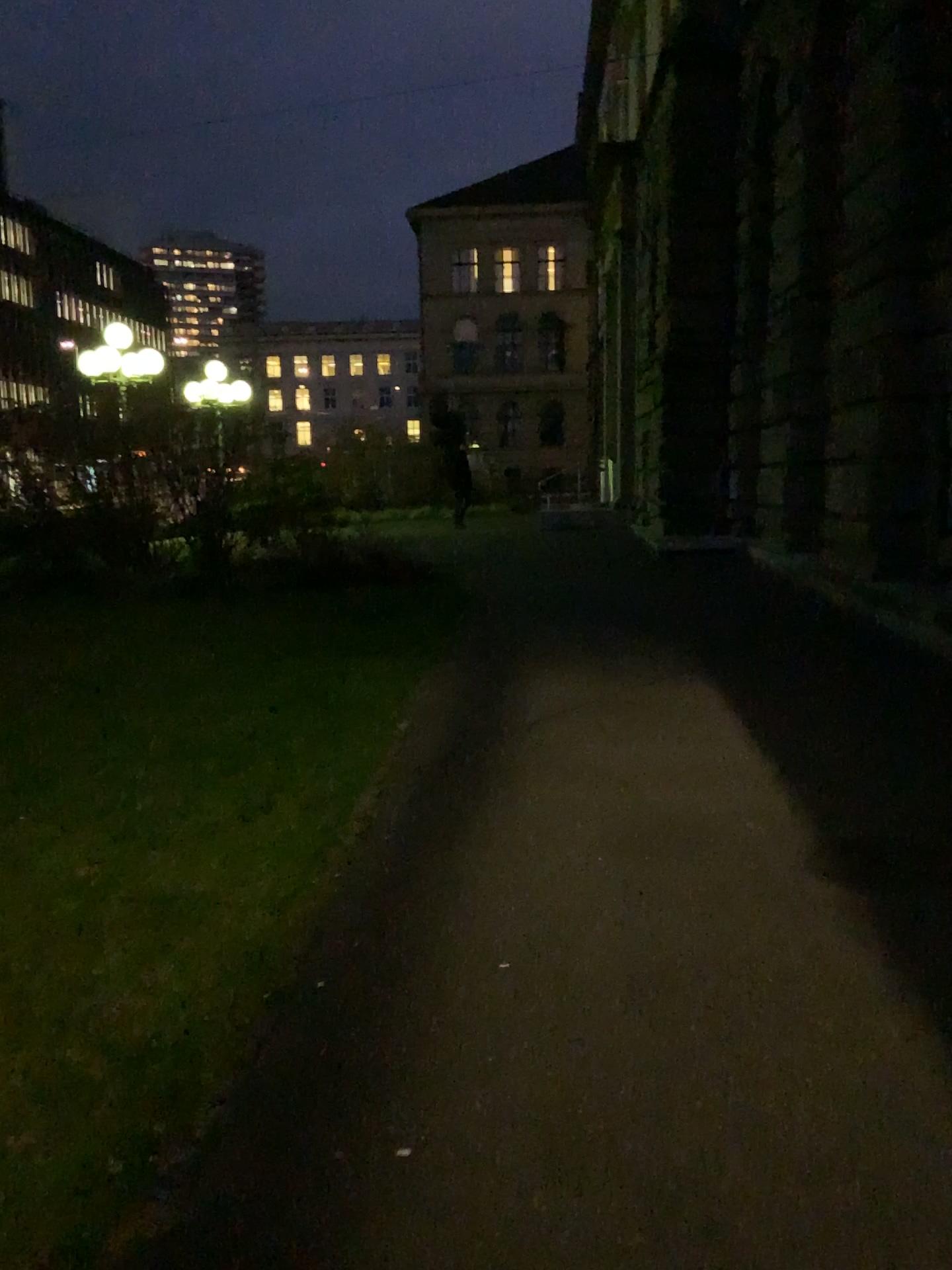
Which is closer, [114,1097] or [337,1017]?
[114,1097]
